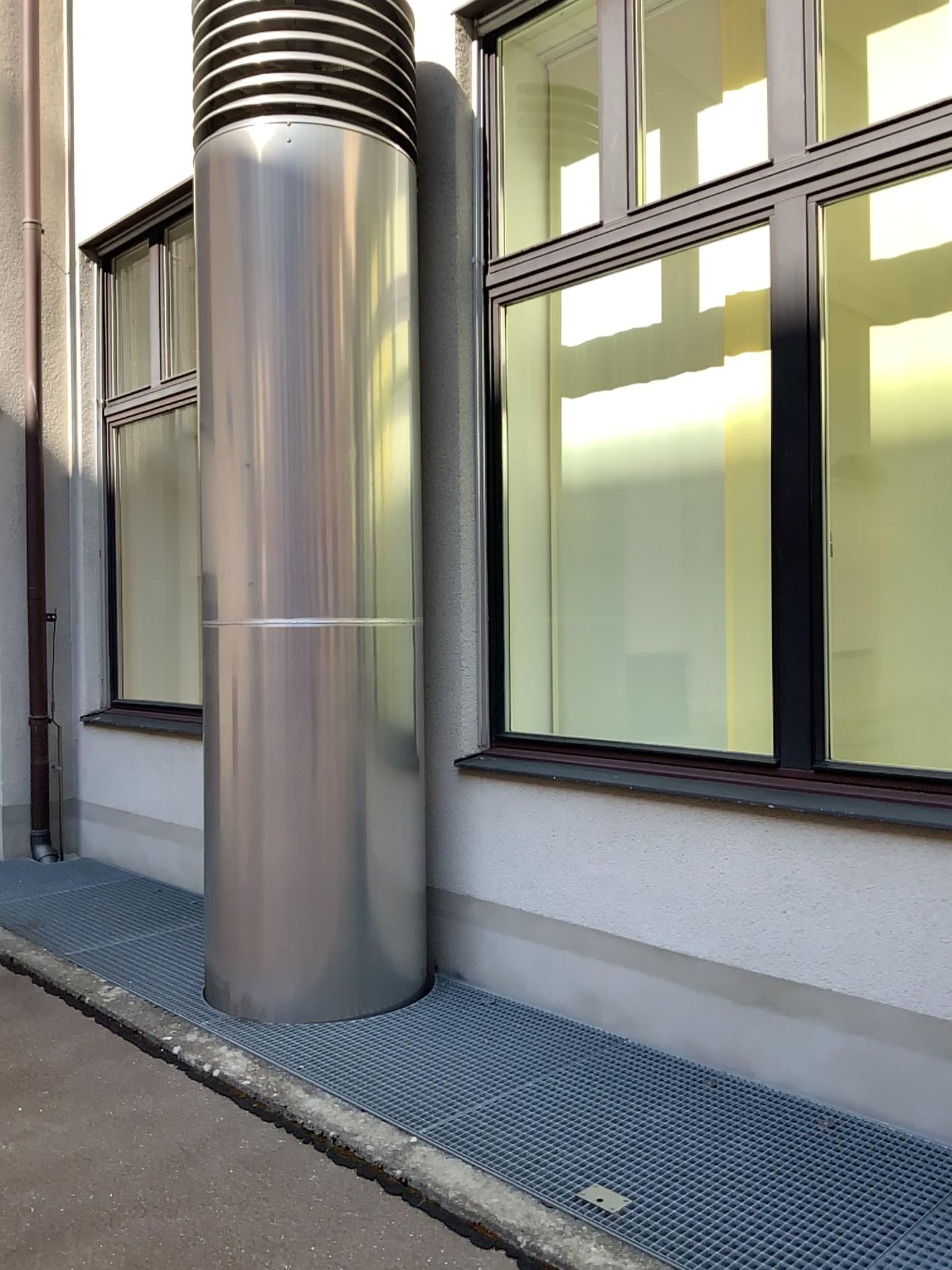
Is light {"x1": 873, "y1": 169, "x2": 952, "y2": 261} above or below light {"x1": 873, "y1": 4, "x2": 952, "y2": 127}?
below

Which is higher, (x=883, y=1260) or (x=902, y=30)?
(x=902, y=30)

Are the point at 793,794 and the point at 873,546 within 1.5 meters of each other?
yes

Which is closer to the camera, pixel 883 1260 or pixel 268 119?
pixel 883 1260

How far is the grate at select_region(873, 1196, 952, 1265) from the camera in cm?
215

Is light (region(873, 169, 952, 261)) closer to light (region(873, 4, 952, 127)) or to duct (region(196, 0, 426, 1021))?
light (region(873, 4, 952, 127))

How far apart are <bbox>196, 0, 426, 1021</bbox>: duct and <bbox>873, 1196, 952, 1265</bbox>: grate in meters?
1.8 m

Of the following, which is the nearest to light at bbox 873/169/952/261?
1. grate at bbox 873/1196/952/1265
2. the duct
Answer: the duct

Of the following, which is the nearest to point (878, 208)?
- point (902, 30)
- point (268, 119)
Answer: point (902, 30)

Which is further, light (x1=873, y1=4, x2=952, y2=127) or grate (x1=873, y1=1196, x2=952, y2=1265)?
light (x1=873, y1=4, x2=952, y2=127)
